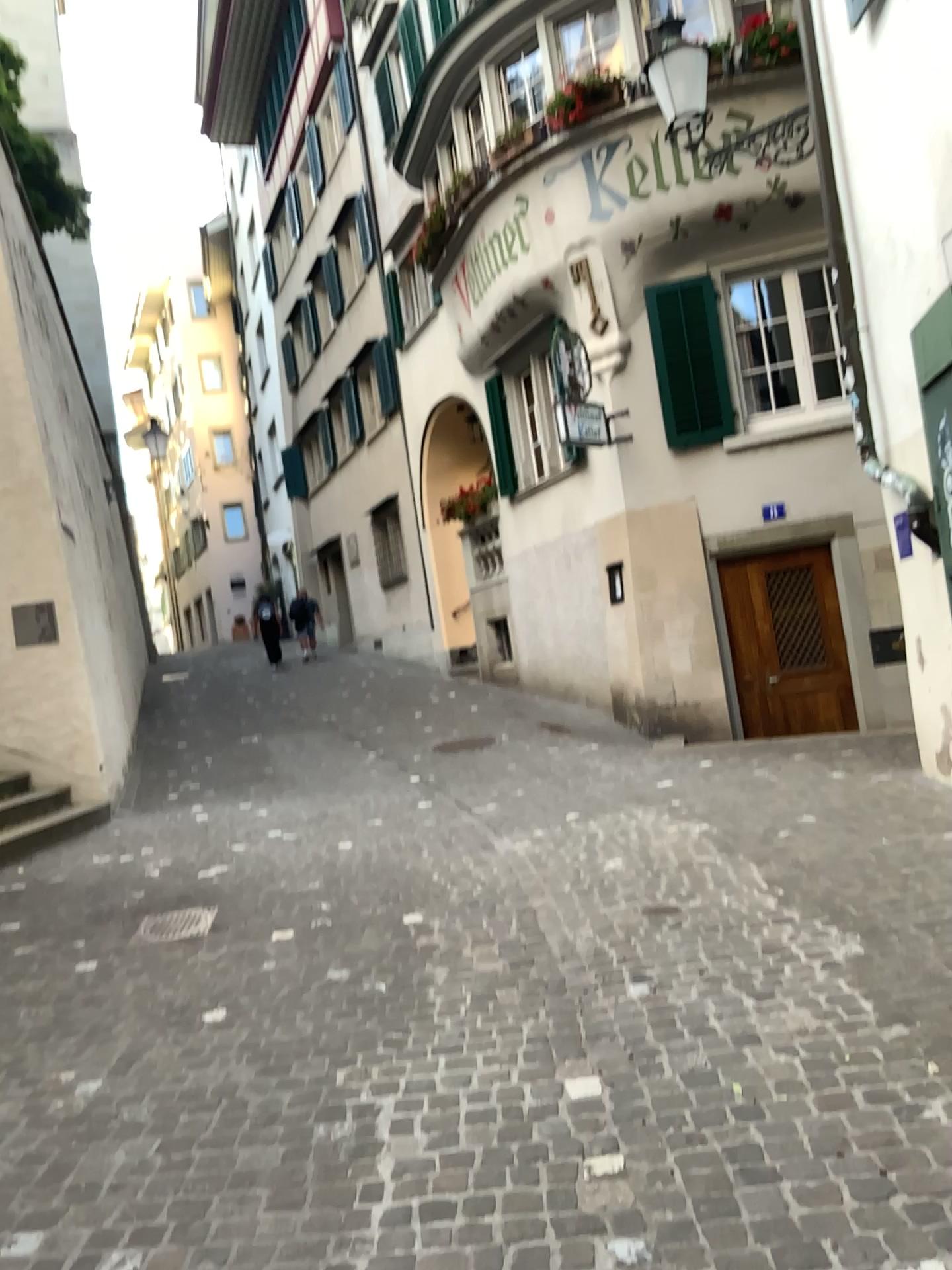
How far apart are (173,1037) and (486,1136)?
1.4m
